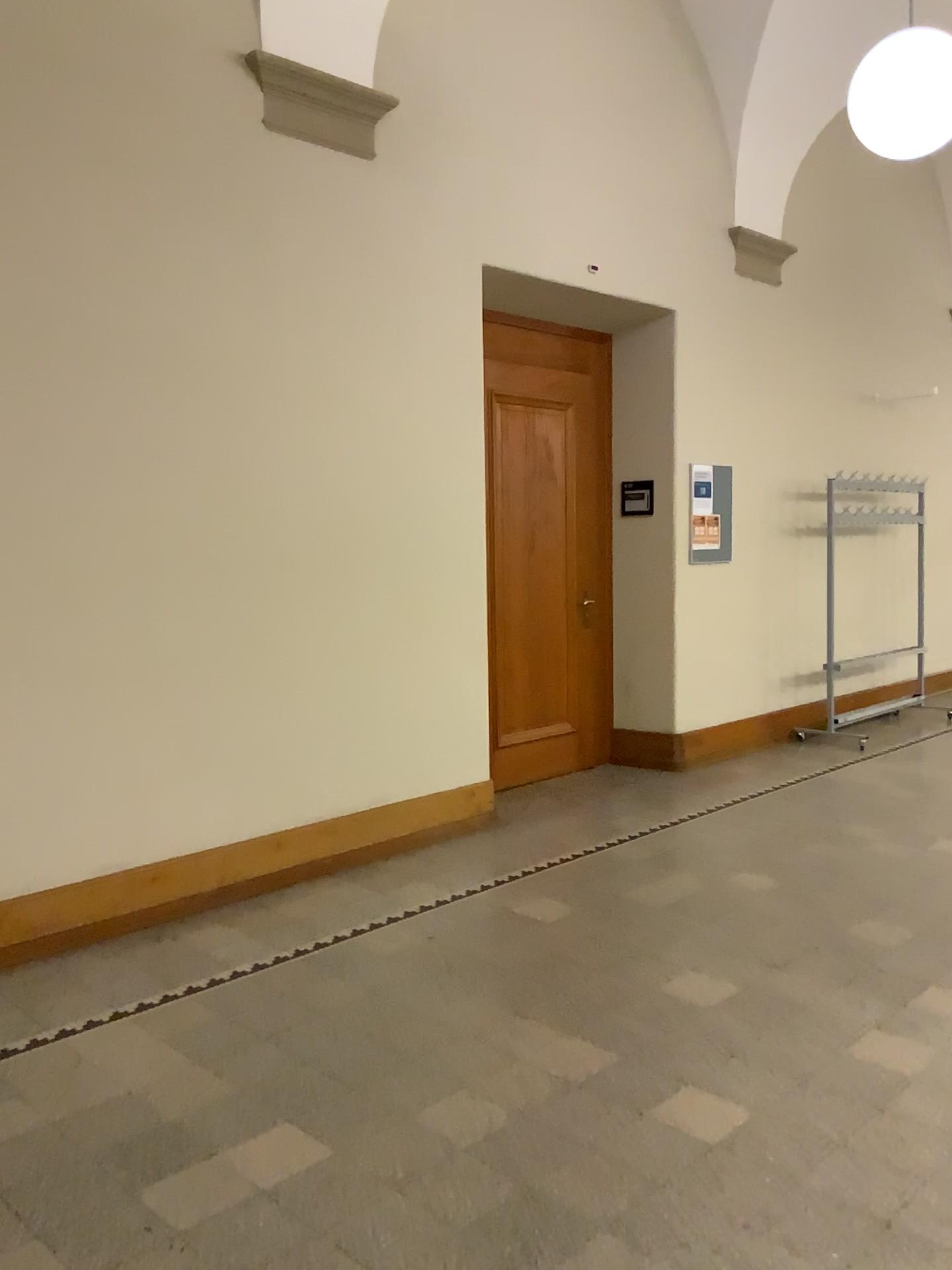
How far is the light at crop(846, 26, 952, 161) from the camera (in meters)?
4.15

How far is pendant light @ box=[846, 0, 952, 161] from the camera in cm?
415

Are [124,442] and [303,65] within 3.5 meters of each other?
yes

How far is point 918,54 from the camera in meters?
4.1

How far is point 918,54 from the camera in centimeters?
415cm
